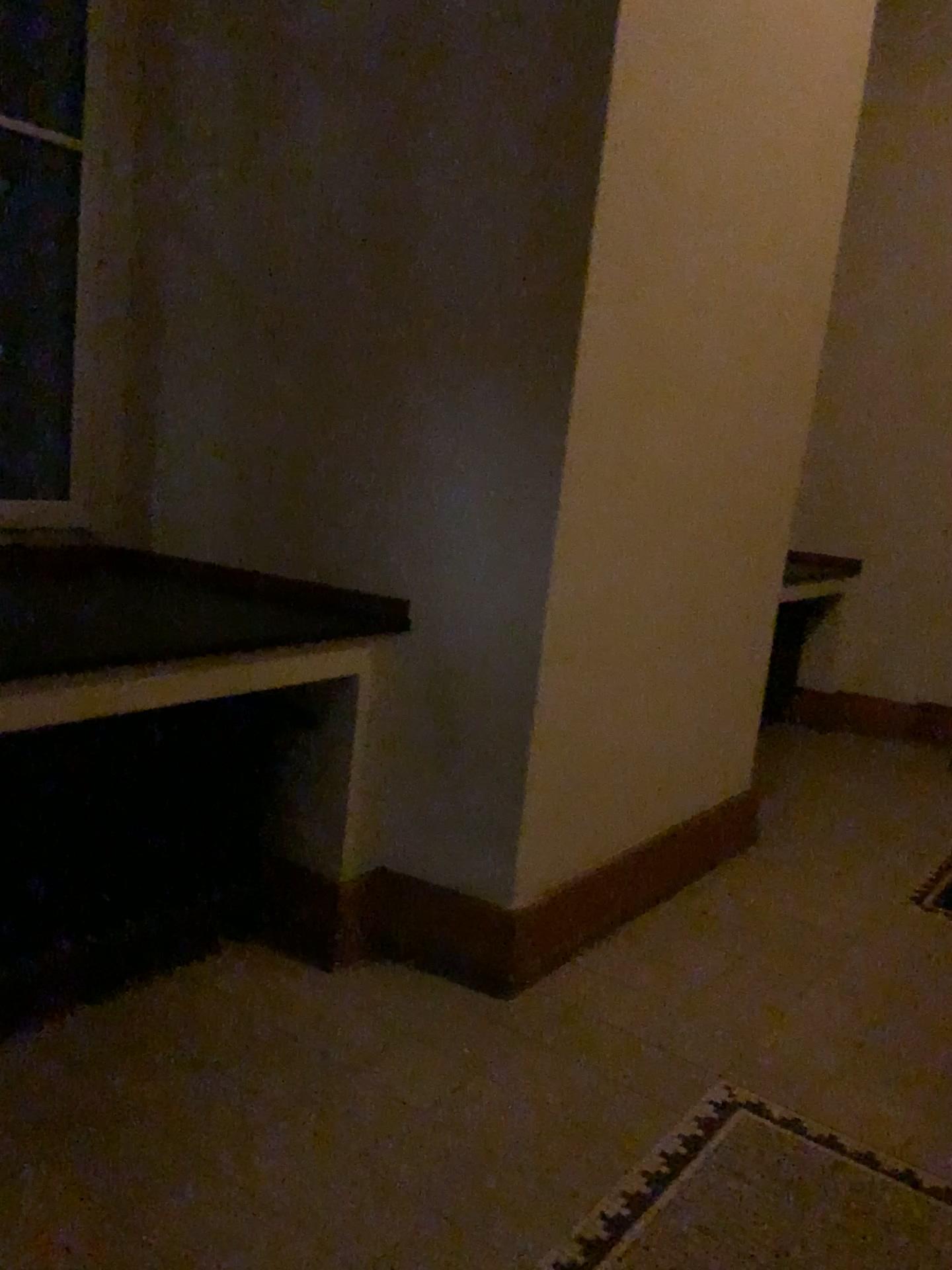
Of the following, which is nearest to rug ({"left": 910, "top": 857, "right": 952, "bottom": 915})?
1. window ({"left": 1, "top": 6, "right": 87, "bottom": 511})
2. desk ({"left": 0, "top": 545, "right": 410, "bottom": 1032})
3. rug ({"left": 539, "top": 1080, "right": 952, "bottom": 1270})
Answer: rug ({"left": 539, "top": 1080, "right": 952, "bottom": 1270})

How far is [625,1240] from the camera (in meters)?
1.89

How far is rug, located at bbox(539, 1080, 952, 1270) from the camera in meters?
1.9

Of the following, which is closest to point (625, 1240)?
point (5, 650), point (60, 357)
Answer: point (5, 650)

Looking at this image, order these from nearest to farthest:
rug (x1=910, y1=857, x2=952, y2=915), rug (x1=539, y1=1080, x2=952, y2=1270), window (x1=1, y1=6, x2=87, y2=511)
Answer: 1. rug (x1=539, y1=1080, x2=952, y2=1270)
2. window (x1=1, y1=6, x2=87, y2=511)
3. rug (x1=910, y1=857, x2=952, y2=915)

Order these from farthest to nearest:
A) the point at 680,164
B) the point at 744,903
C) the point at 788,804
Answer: the point at 788,804
the point at 744,903
the point at 680,164

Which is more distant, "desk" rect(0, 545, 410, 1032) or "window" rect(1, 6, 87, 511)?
"window" rect(1, 6, 87, 511)

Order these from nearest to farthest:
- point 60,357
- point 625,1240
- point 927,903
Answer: point 625,1240 < point 60,357 < point 927,903

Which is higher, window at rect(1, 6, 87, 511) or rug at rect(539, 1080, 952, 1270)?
window at rect(1, 6, 87, 511)

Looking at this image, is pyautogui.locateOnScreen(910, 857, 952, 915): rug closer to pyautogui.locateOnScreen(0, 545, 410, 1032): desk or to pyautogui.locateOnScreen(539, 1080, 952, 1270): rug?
pyautogui.locateOnScreen(539, 1080, 952, 1270): rug
